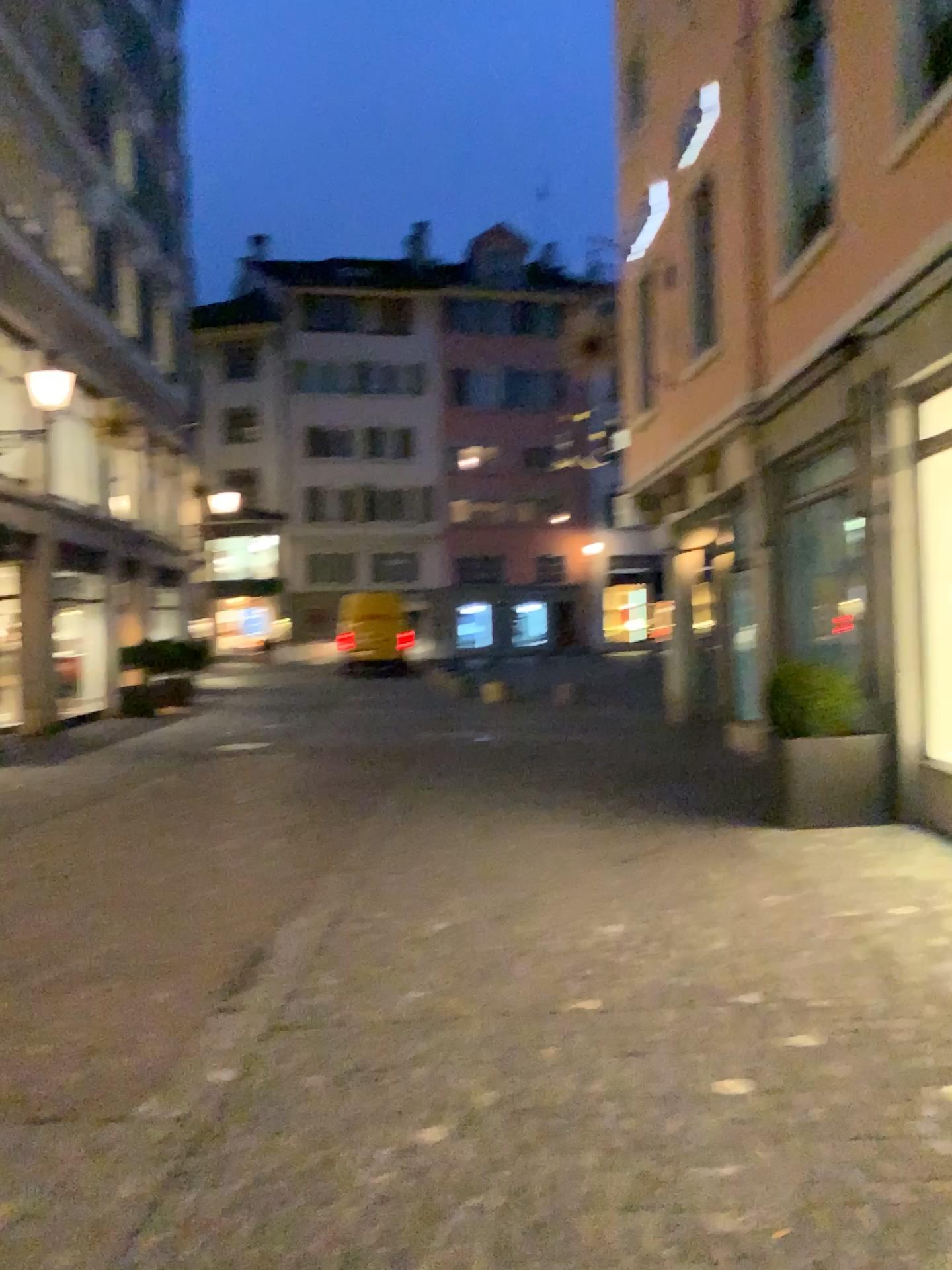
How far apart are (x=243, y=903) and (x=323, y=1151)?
2.5 meters
